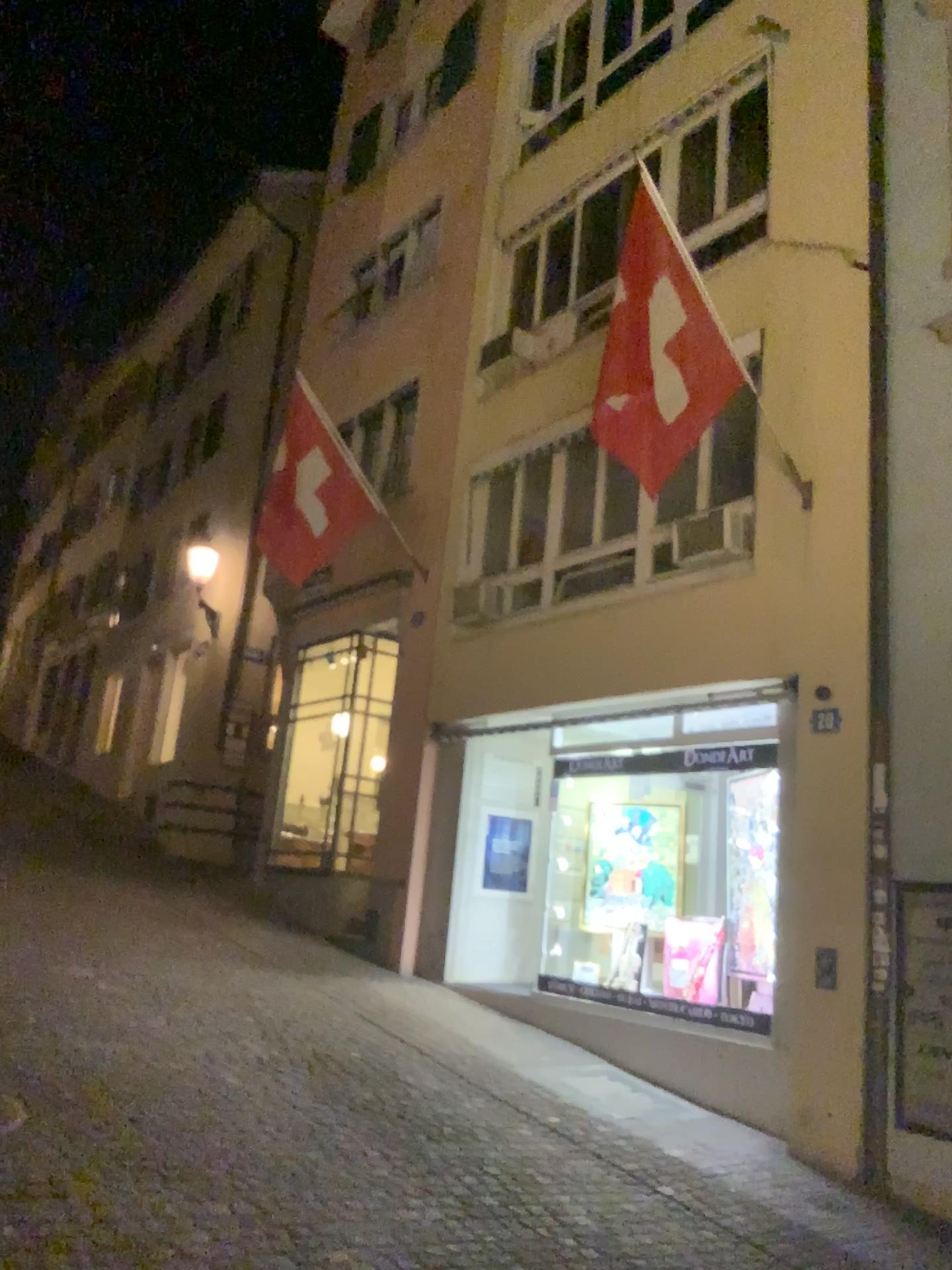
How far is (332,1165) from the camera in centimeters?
476cm
